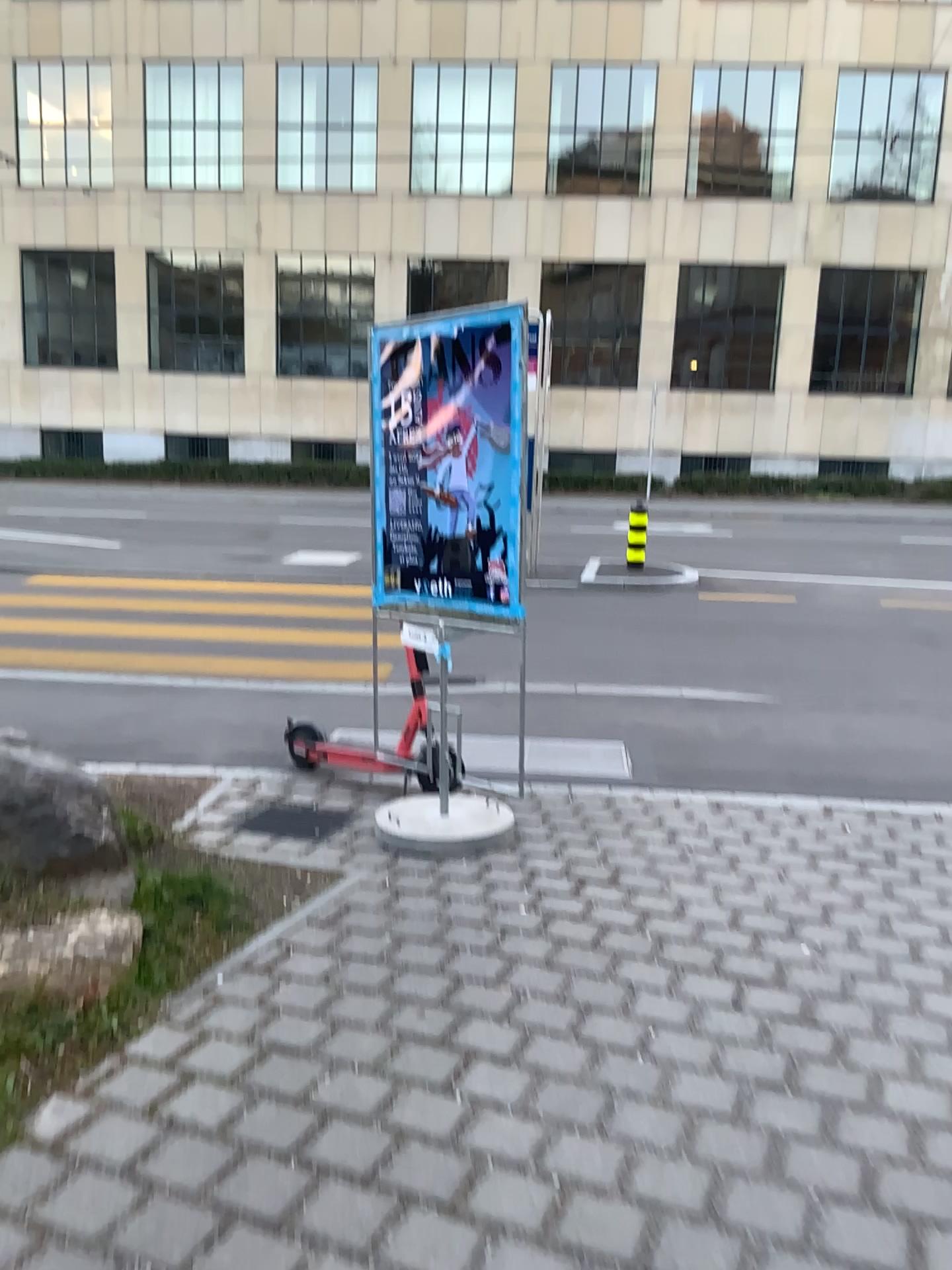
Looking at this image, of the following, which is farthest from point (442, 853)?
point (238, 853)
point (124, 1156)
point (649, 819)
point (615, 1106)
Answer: point (124, 1156)
